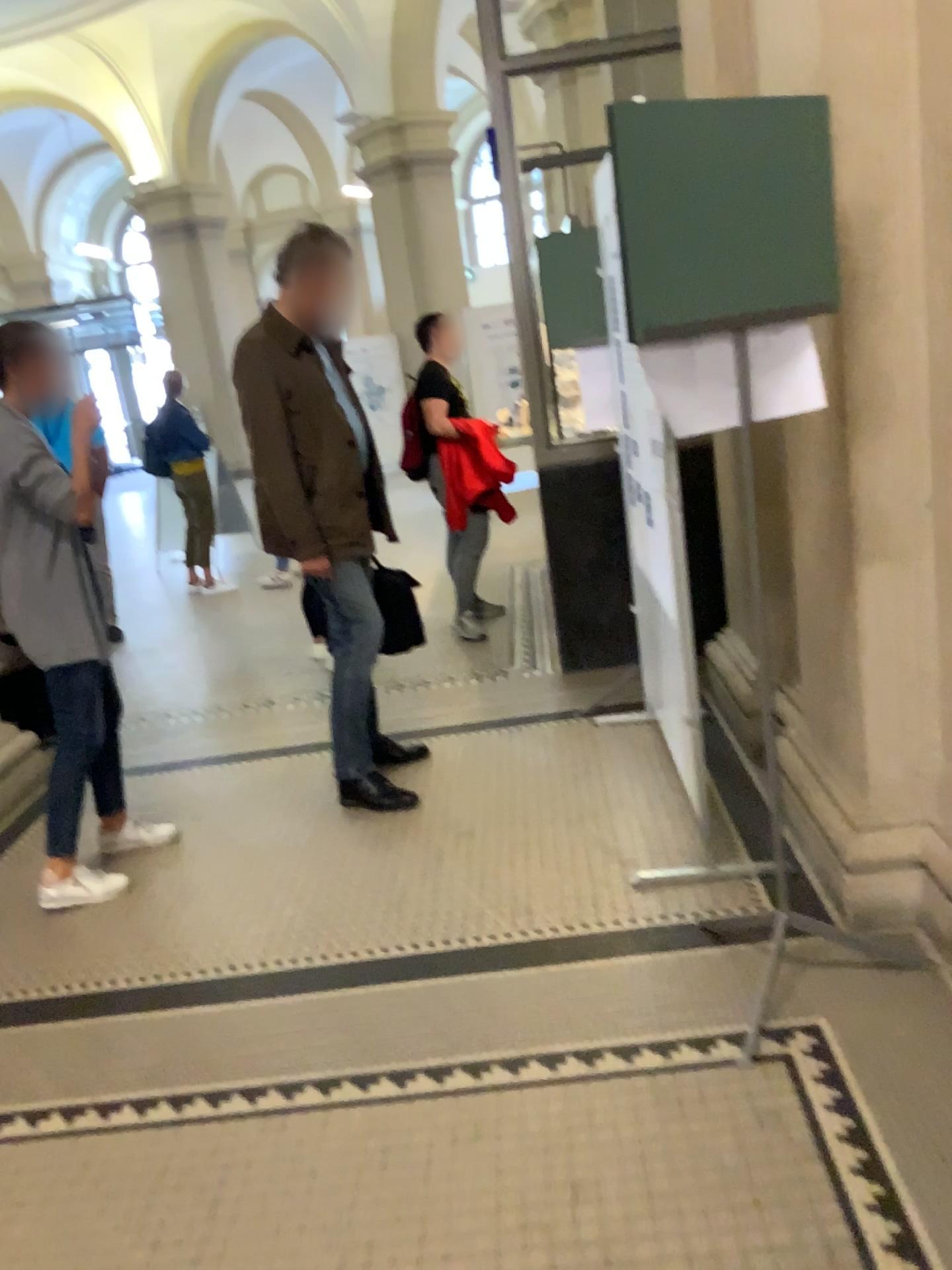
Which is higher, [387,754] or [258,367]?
[258,367]

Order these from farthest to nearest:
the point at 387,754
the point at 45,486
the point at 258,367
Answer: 1. the point at 387,754
2. the point at 258,367
3. the point at 45,486

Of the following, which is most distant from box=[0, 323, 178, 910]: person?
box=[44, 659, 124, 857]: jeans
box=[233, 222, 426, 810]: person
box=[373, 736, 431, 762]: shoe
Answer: box=[373, 736, 431, 762]: shoe

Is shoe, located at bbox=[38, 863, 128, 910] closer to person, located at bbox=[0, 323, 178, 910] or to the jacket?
person, located at bbox=[0, 323, 178, 910]

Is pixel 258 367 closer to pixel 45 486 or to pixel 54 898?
pixel 45 486

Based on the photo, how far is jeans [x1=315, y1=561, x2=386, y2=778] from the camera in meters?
→ 3.6 m

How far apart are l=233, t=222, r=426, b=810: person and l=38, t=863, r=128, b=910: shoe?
0.8m

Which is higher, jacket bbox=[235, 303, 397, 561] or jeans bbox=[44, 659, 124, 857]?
jacket bbox=[235, 303, 397, 561]

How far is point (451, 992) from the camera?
2.5m

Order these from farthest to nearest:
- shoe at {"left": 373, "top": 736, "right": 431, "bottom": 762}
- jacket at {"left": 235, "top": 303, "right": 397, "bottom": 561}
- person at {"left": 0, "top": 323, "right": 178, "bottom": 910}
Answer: shoe at {"left": 373, "top": 736, "right": 431, "bottom": 762} → jacket at {"left": 235, "top": 303, "right": 397, "bottom": 561} → person at {"left": 0, "top": 323, "right": 178, "bottom": 910}
